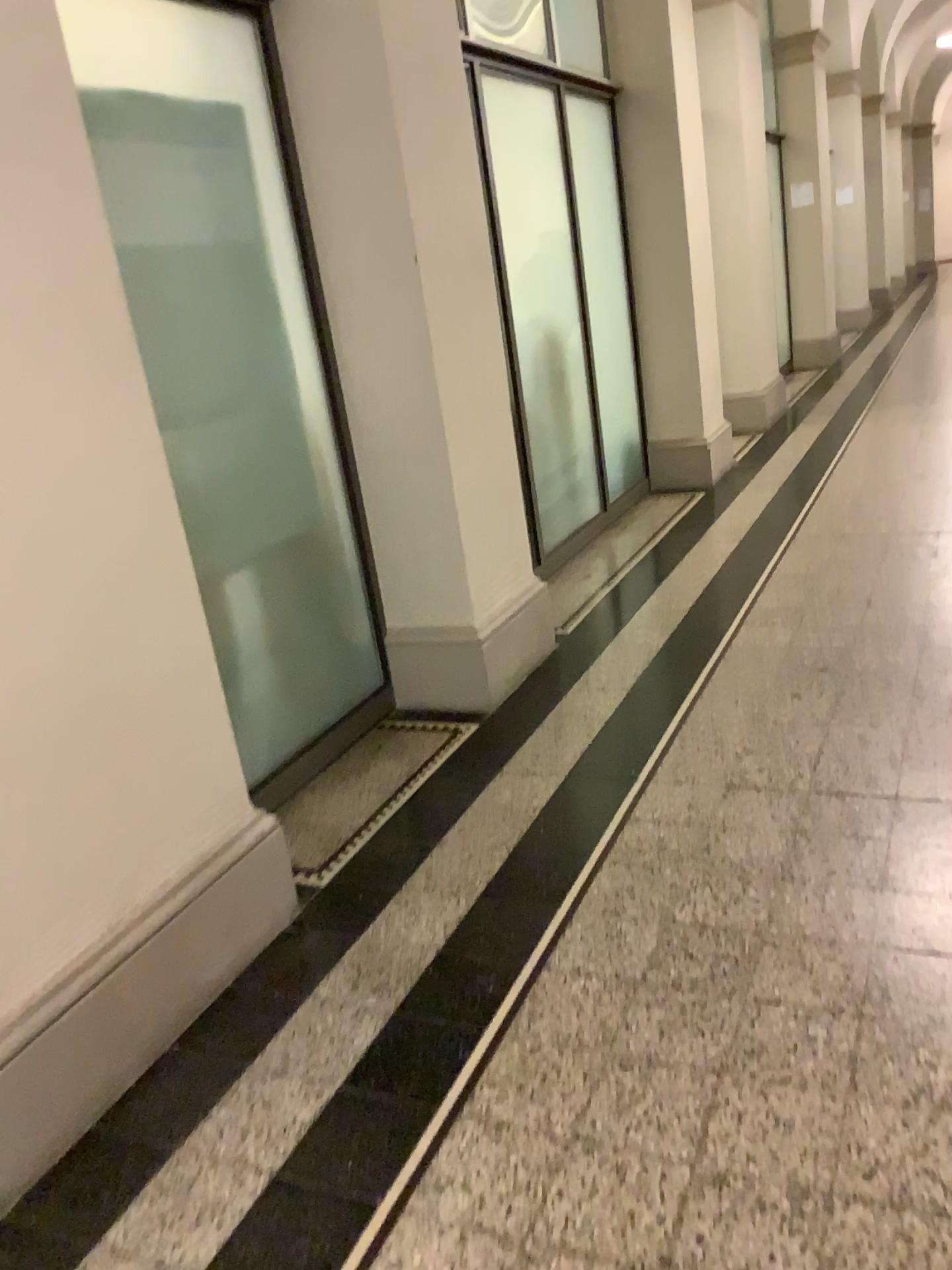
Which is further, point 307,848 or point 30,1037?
point 307,848

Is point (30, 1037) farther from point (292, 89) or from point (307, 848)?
point (292, 89)

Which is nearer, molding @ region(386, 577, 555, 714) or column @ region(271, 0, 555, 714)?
column @ region(271, 0, 555, 714)

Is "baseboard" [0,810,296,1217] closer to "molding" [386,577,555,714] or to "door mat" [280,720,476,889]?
"door mat" [280,720,476,889]

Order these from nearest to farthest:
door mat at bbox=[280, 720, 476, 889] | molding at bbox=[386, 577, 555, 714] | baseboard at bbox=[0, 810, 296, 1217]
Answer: baseboard at bbox=[0, 810, 296, 1217], door mat at bbox=[280, 720, 476, 889], molding at bbox=[386, 577, 555, 714]

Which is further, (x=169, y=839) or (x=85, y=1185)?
(x=169, y=839)

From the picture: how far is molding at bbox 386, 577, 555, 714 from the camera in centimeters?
344cm

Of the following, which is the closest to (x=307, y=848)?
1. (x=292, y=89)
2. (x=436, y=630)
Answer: (x=436, y=630)

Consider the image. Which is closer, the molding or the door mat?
the door mat

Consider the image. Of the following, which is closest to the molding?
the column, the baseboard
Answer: the column
